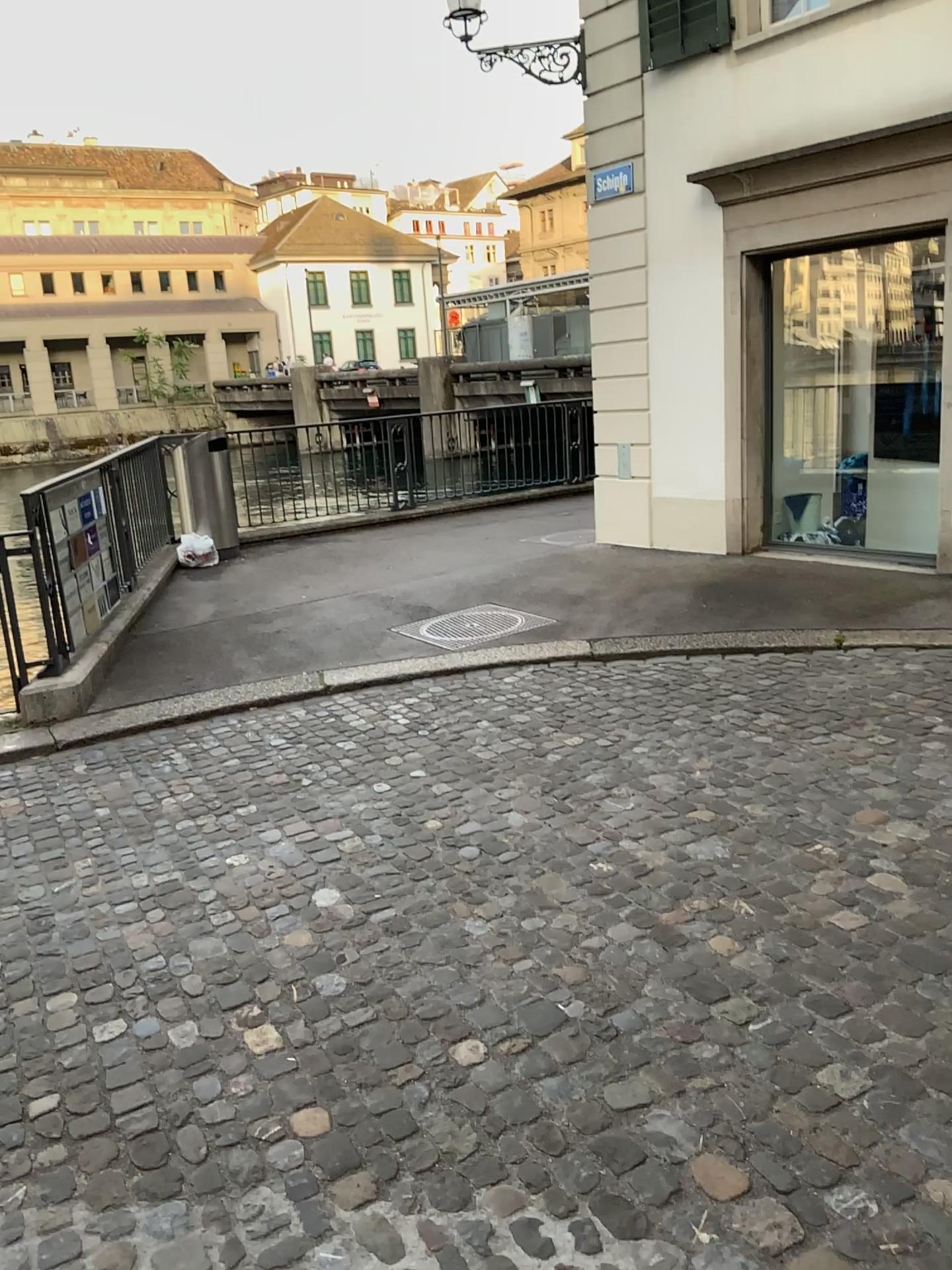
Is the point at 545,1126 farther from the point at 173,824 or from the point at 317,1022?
the point at 173,824
